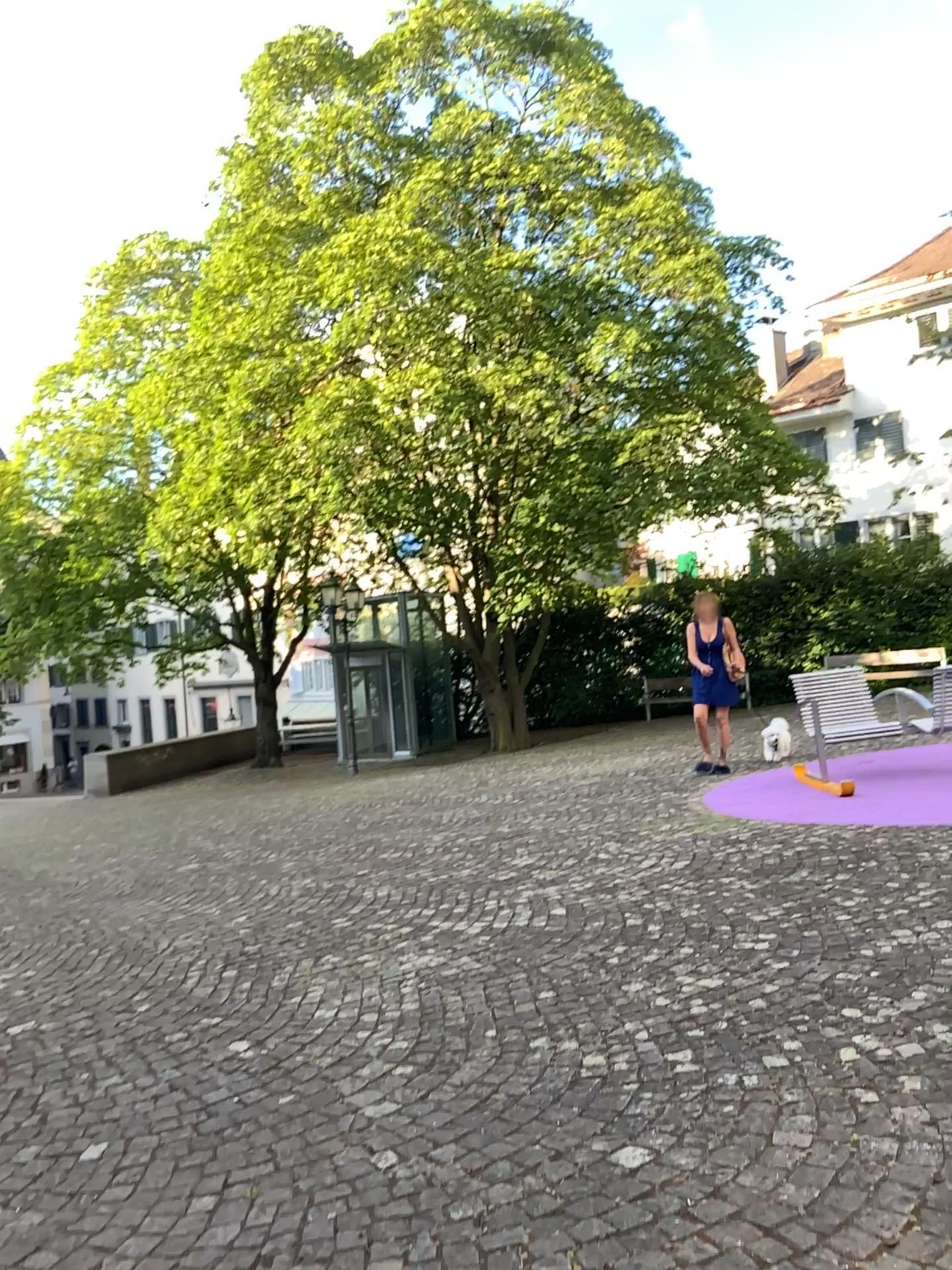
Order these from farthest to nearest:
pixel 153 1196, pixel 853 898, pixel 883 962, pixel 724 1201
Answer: pixel 853 898, pixel 883 962, pixel 153 1196, pixel 724 1201
